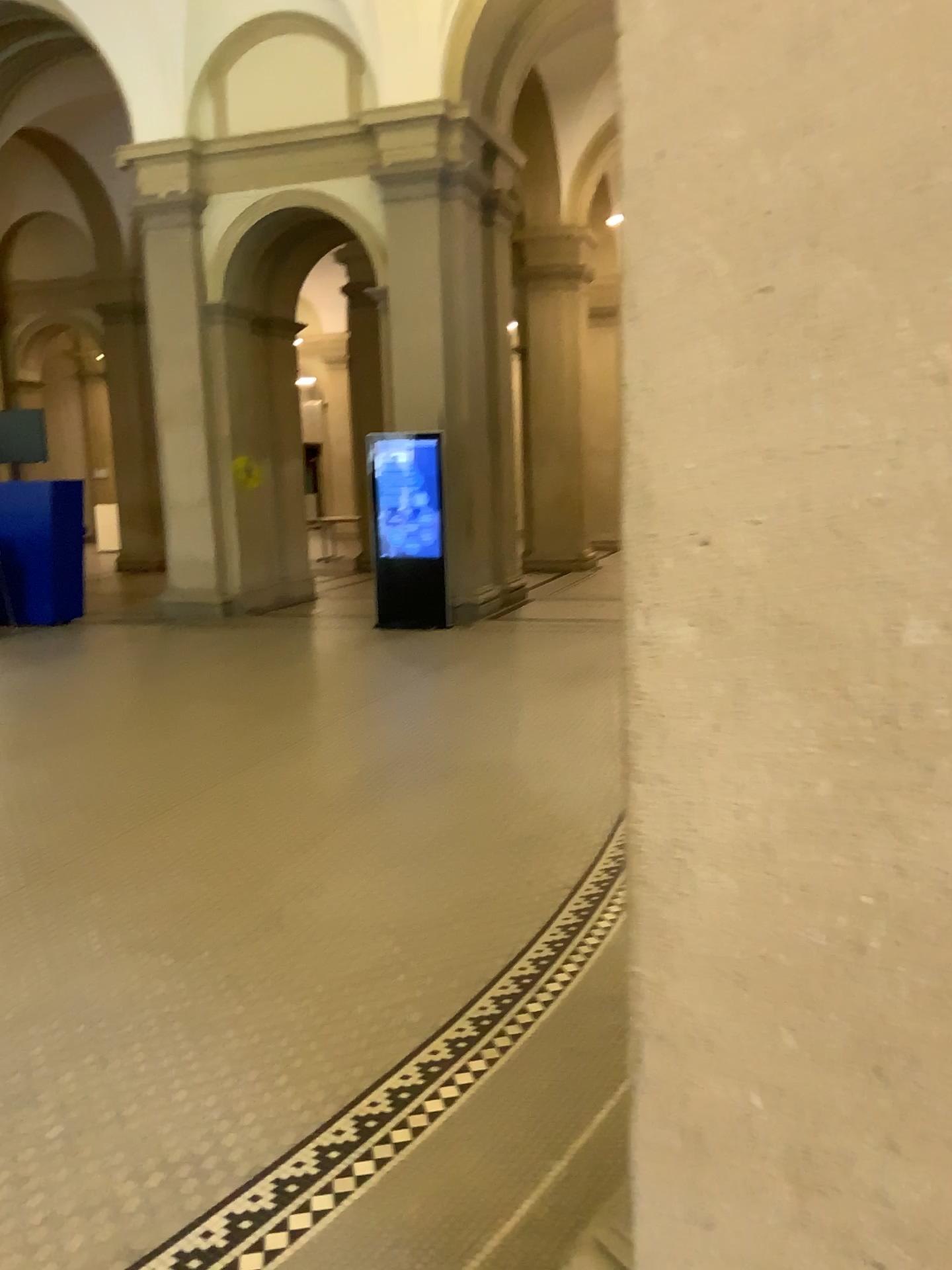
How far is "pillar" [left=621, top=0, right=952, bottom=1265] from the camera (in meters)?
0.94

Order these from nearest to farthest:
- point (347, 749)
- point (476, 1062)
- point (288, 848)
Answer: point (476, 1062) → point (288, 848) → point (347, 749)

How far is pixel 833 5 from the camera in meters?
0.9
